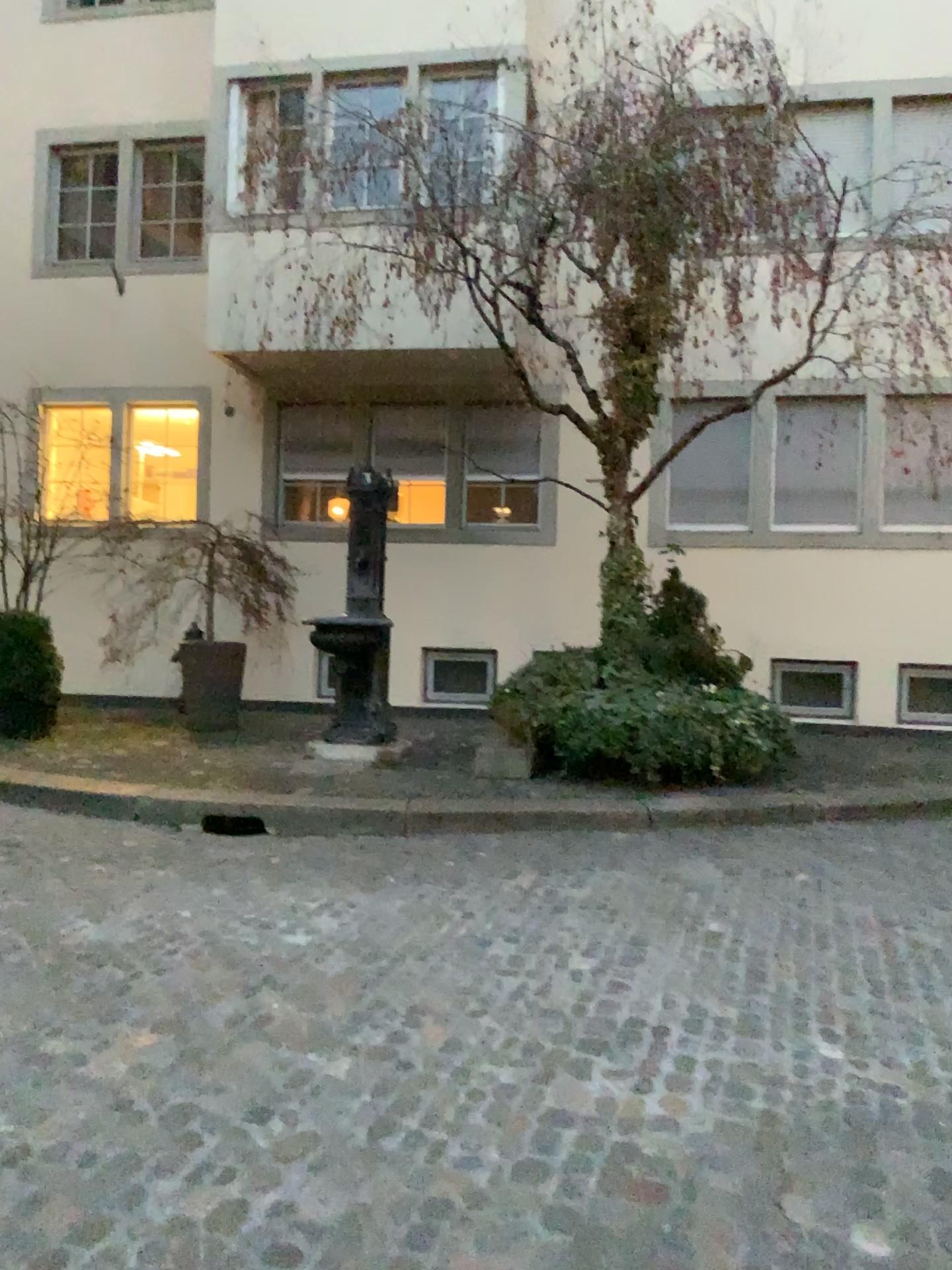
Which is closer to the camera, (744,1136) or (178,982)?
(744,1136)
